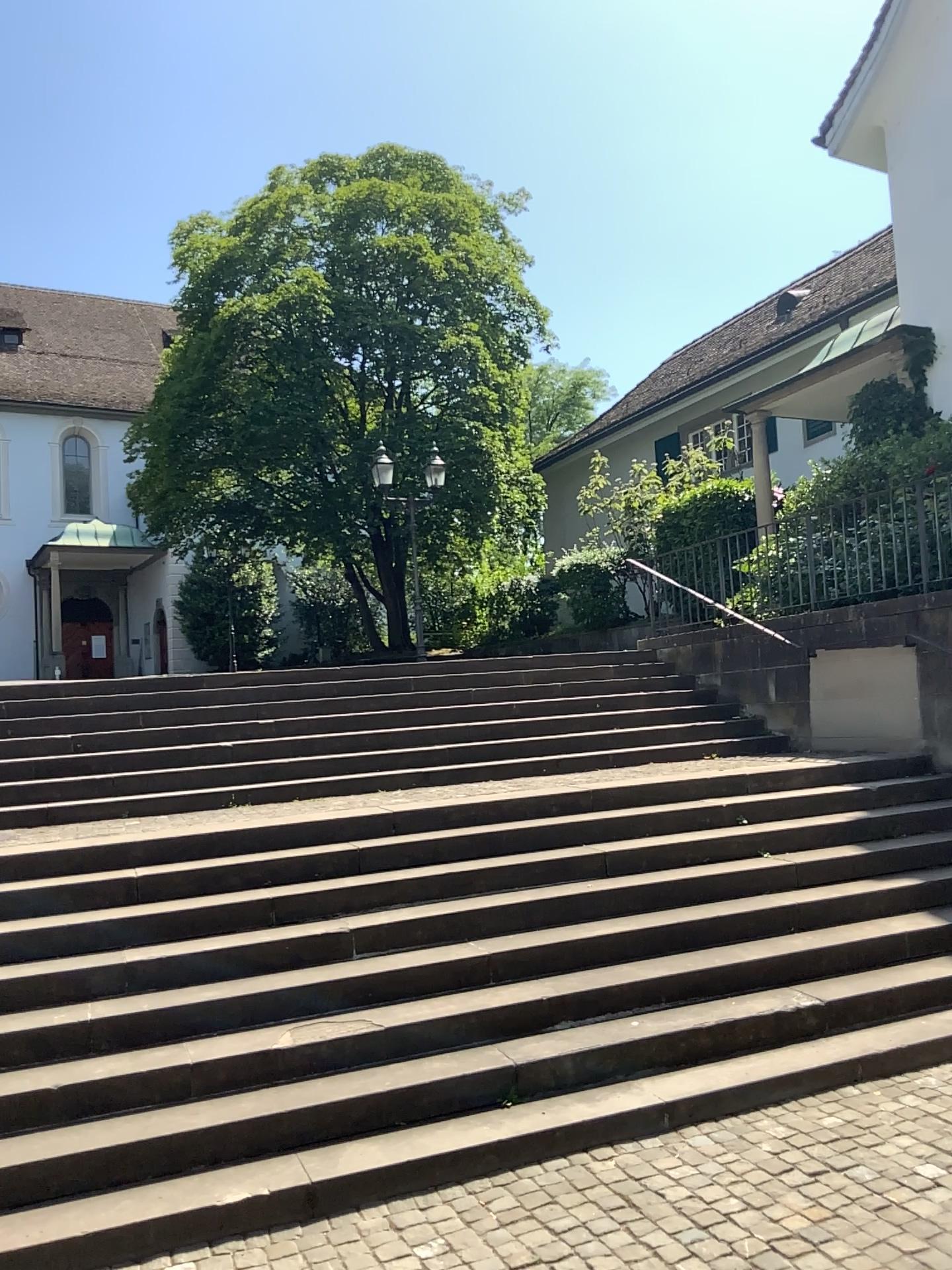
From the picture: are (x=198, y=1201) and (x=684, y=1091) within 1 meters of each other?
A: no
